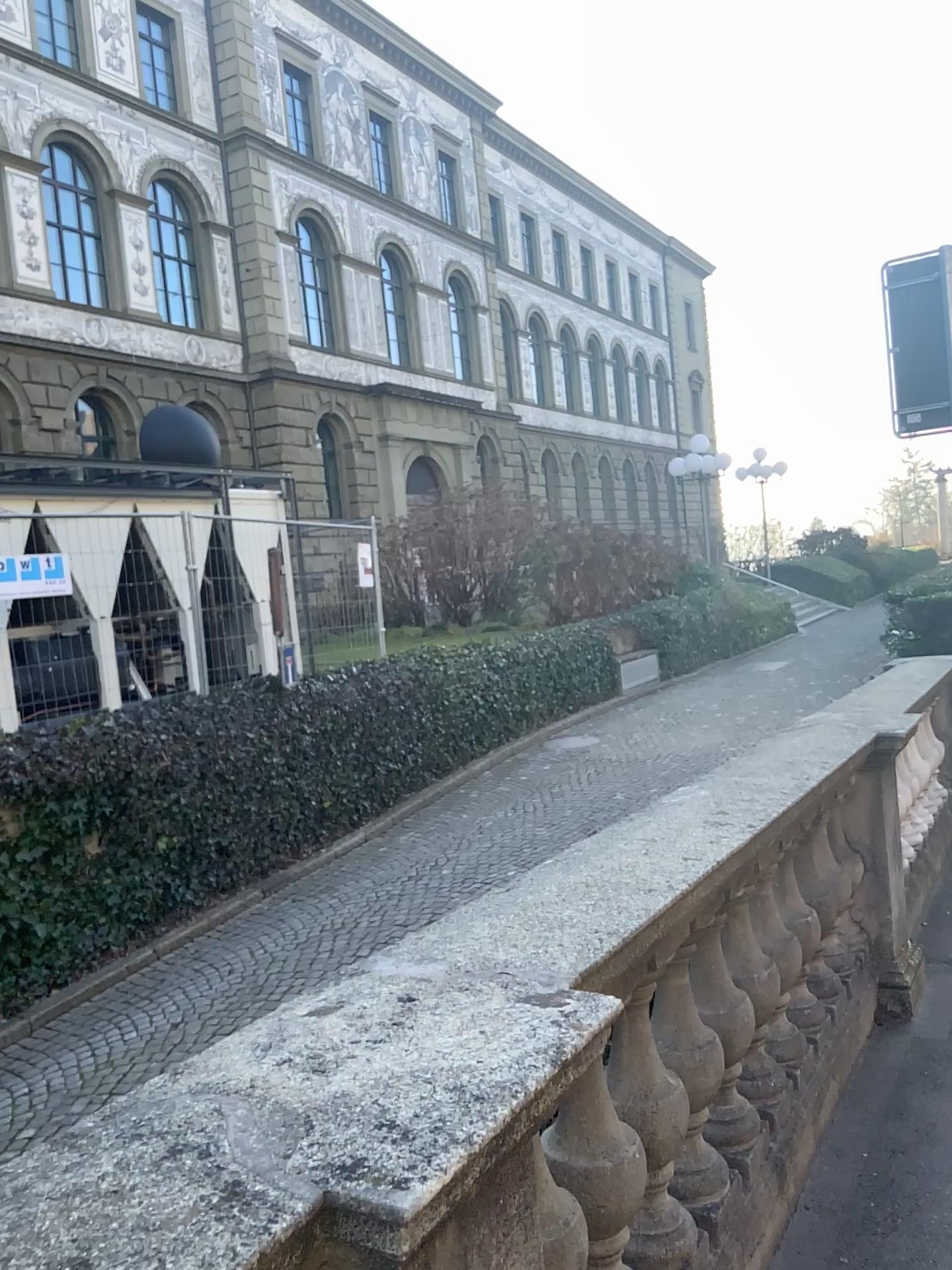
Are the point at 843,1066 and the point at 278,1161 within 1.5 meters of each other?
no
